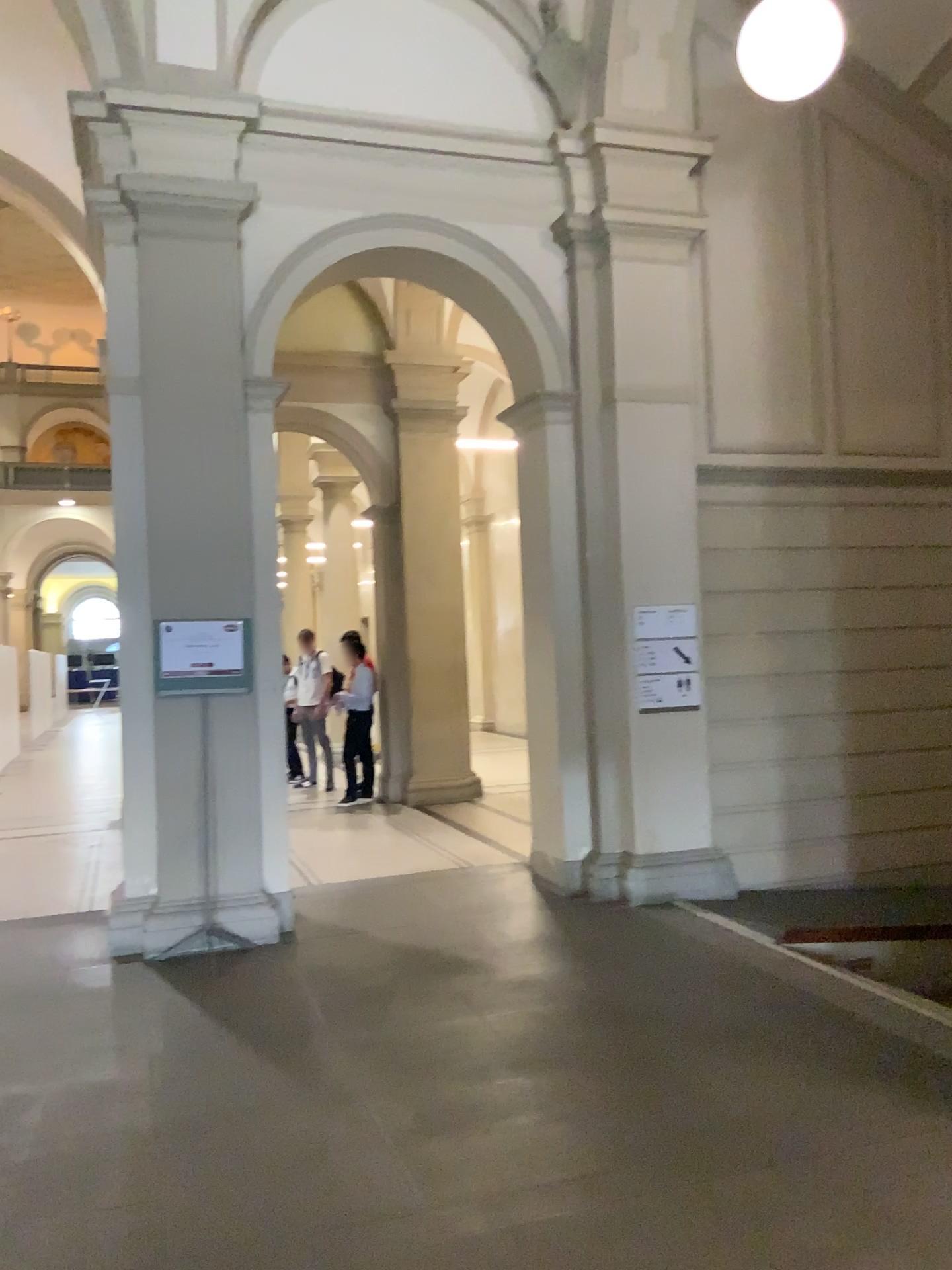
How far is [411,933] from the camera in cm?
572
